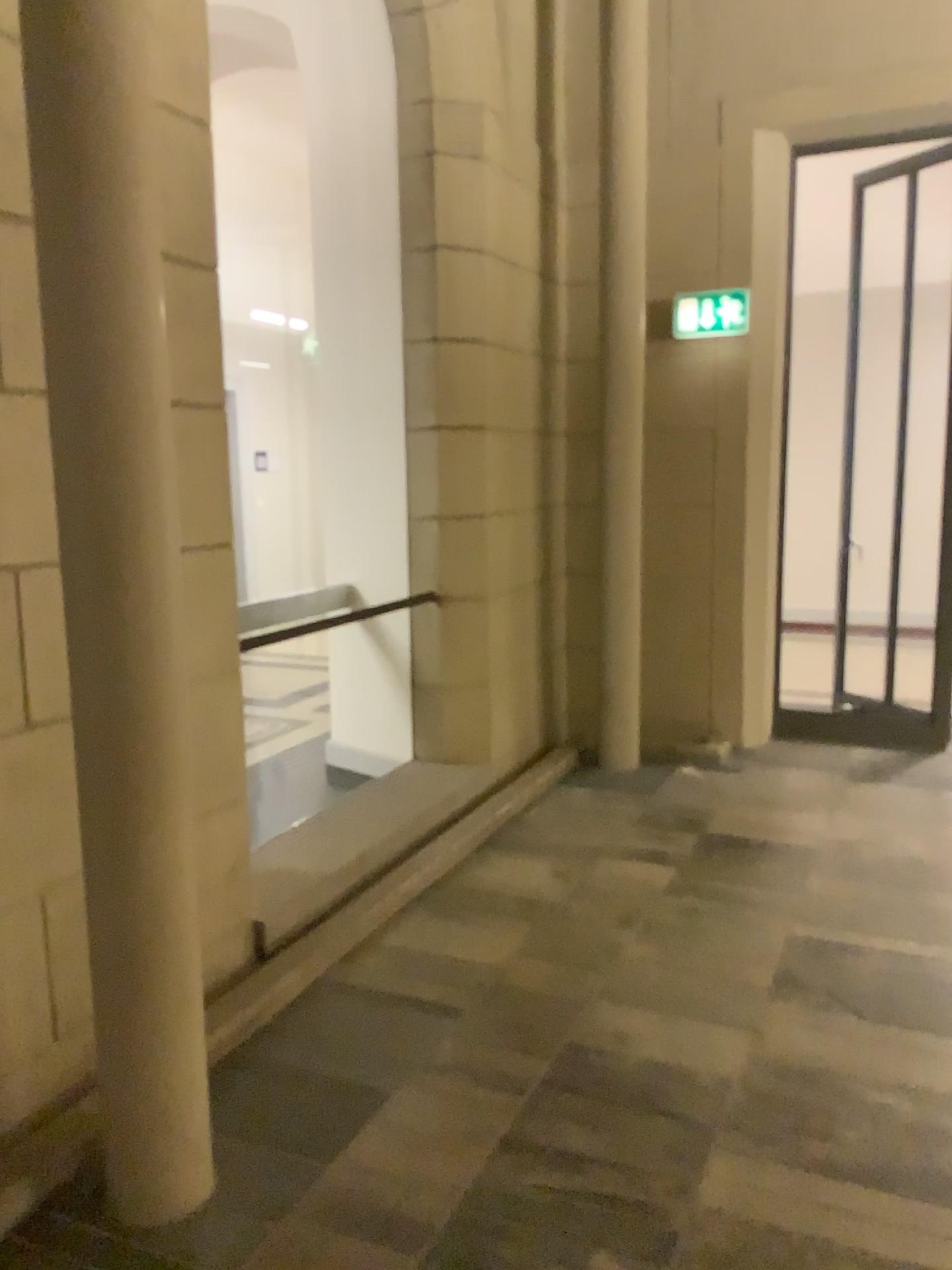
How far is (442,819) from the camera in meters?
4.4 m

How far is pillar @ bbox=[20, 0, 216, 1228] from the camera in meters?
1.8 m

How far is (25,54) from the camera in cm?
185
